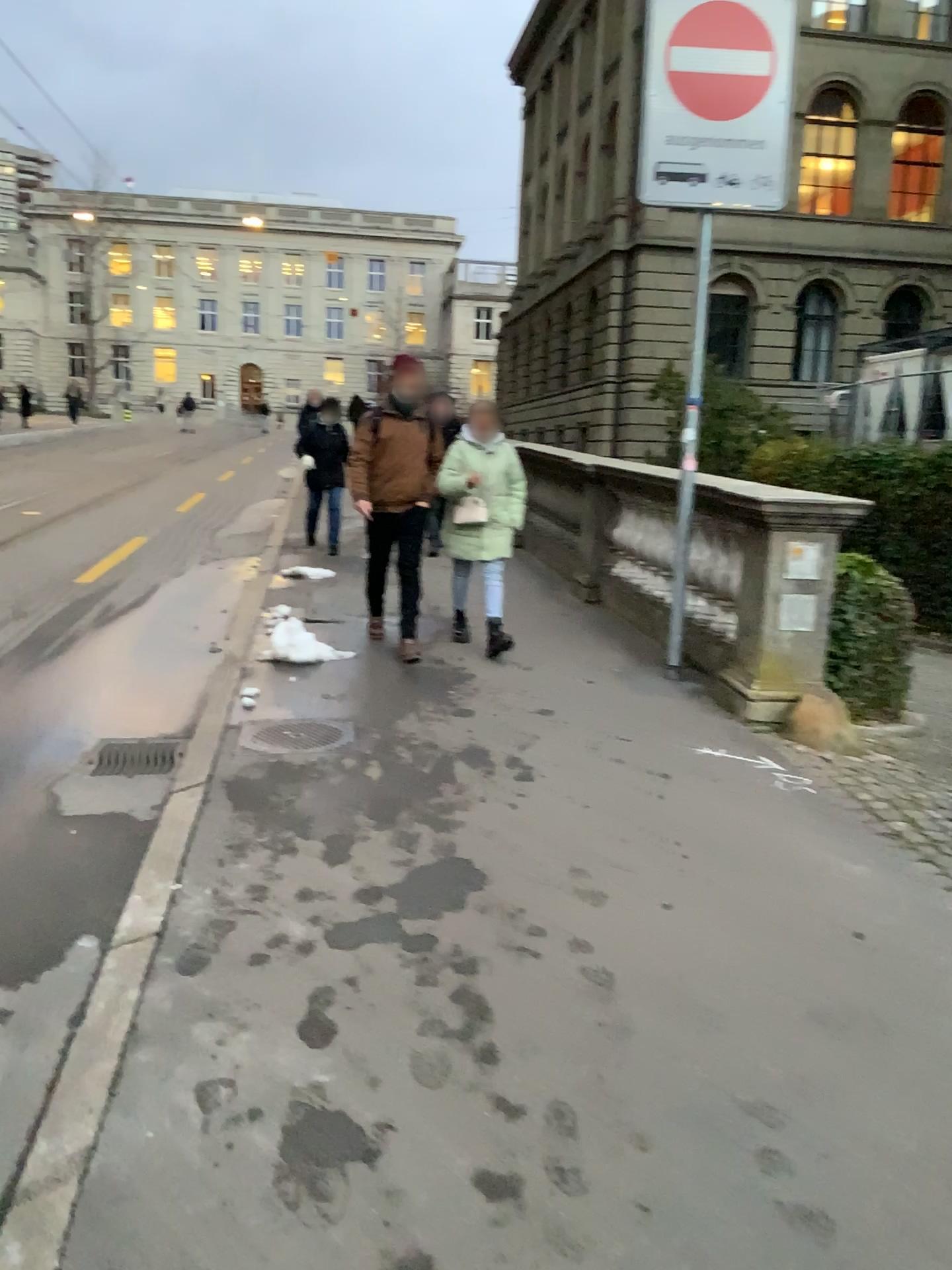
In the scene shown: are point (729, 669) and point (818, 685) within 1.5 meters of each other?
Result: yes
